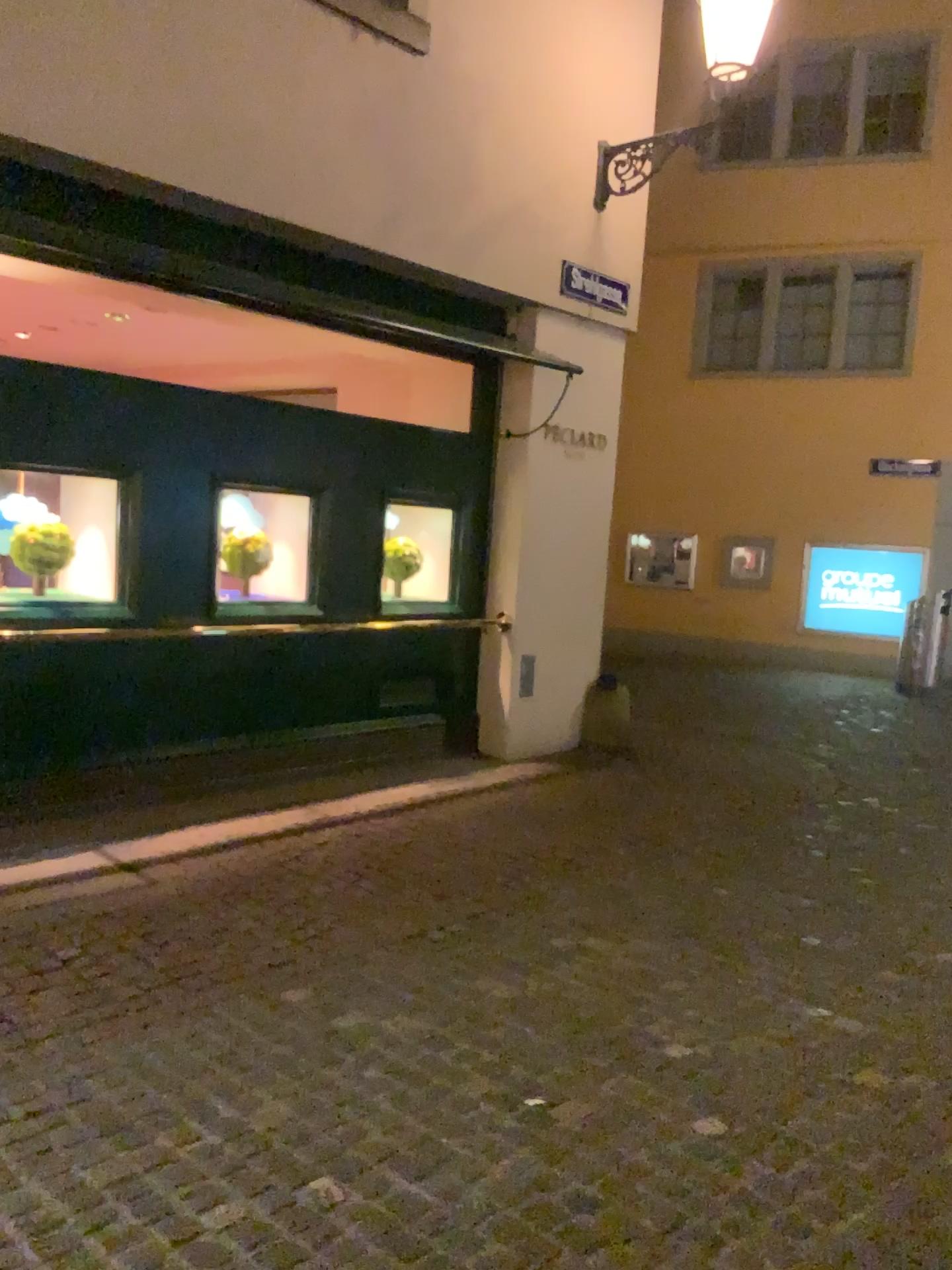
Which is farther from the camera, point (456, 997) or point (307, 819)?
point (307, 819)
